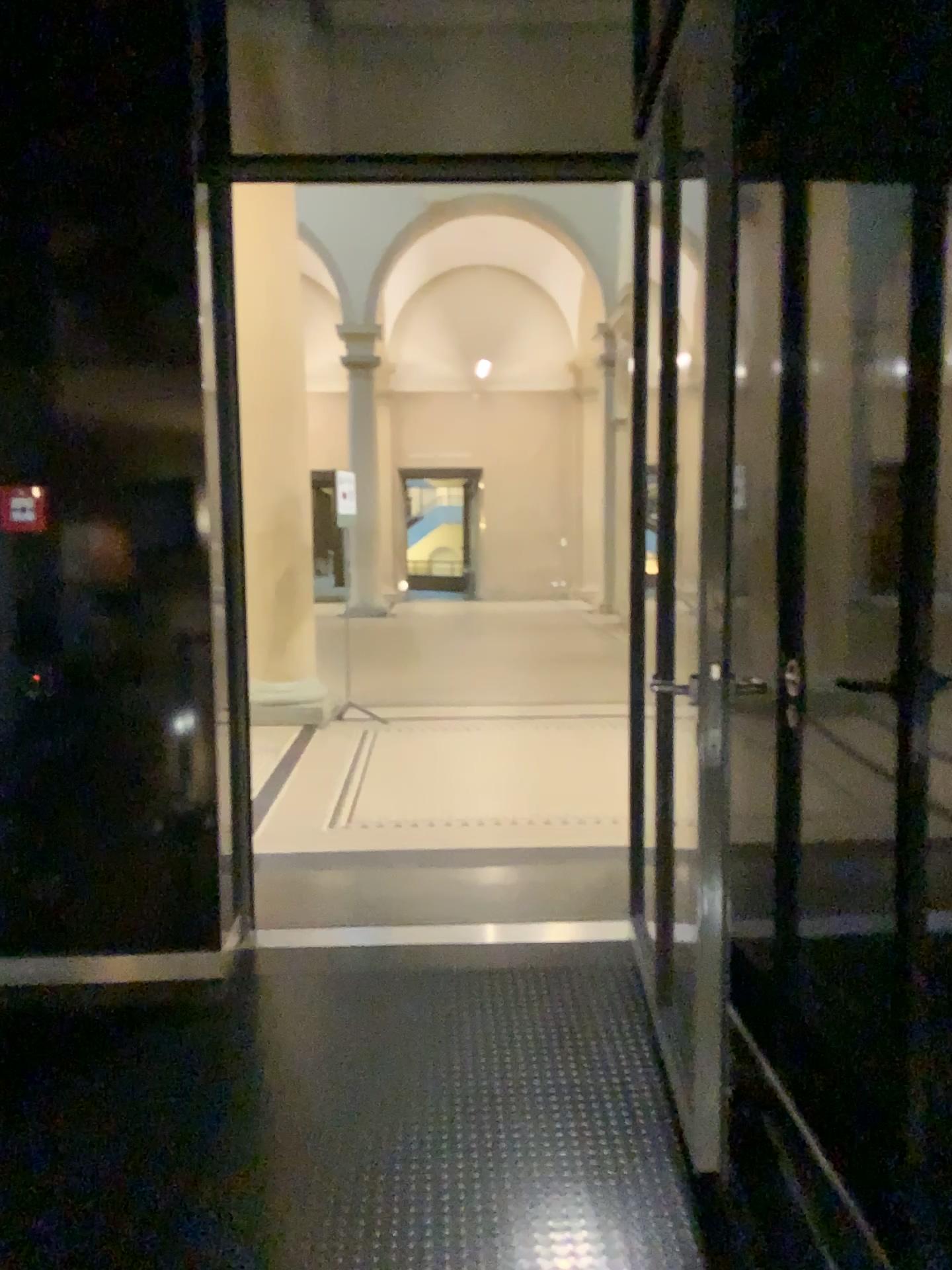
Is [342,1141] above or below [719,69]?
below
